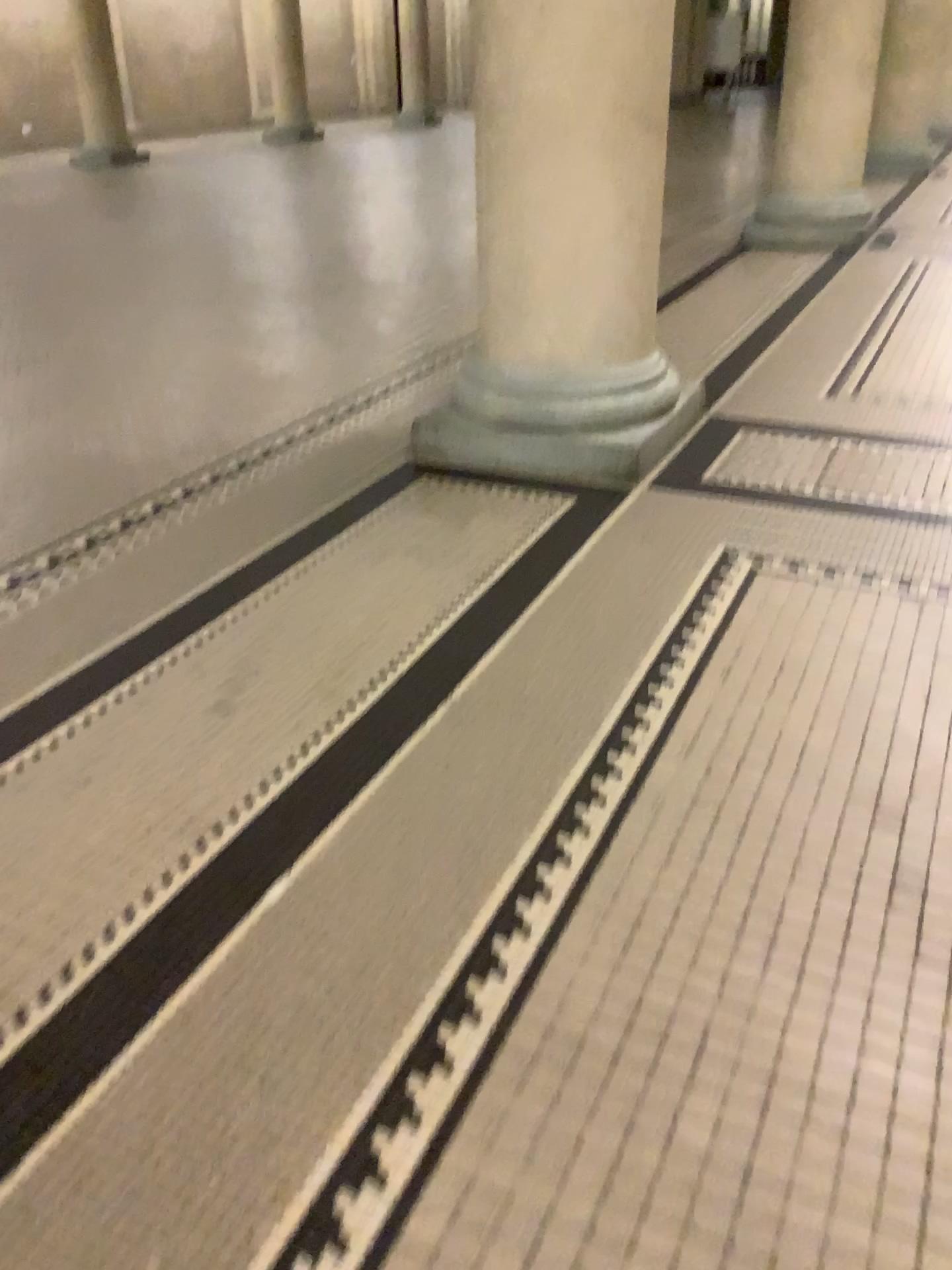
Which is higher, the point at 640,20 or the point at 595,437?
the point at 640,20

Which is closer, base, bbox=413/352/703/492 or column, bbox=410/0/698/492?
column, bbox=410/0/698/492

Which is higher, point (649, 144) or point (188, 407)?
point (649, 144)

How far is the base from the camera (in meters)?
2.99

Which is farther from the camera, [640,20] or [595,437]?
[595,437]

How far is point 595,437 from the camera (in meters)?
2.99
